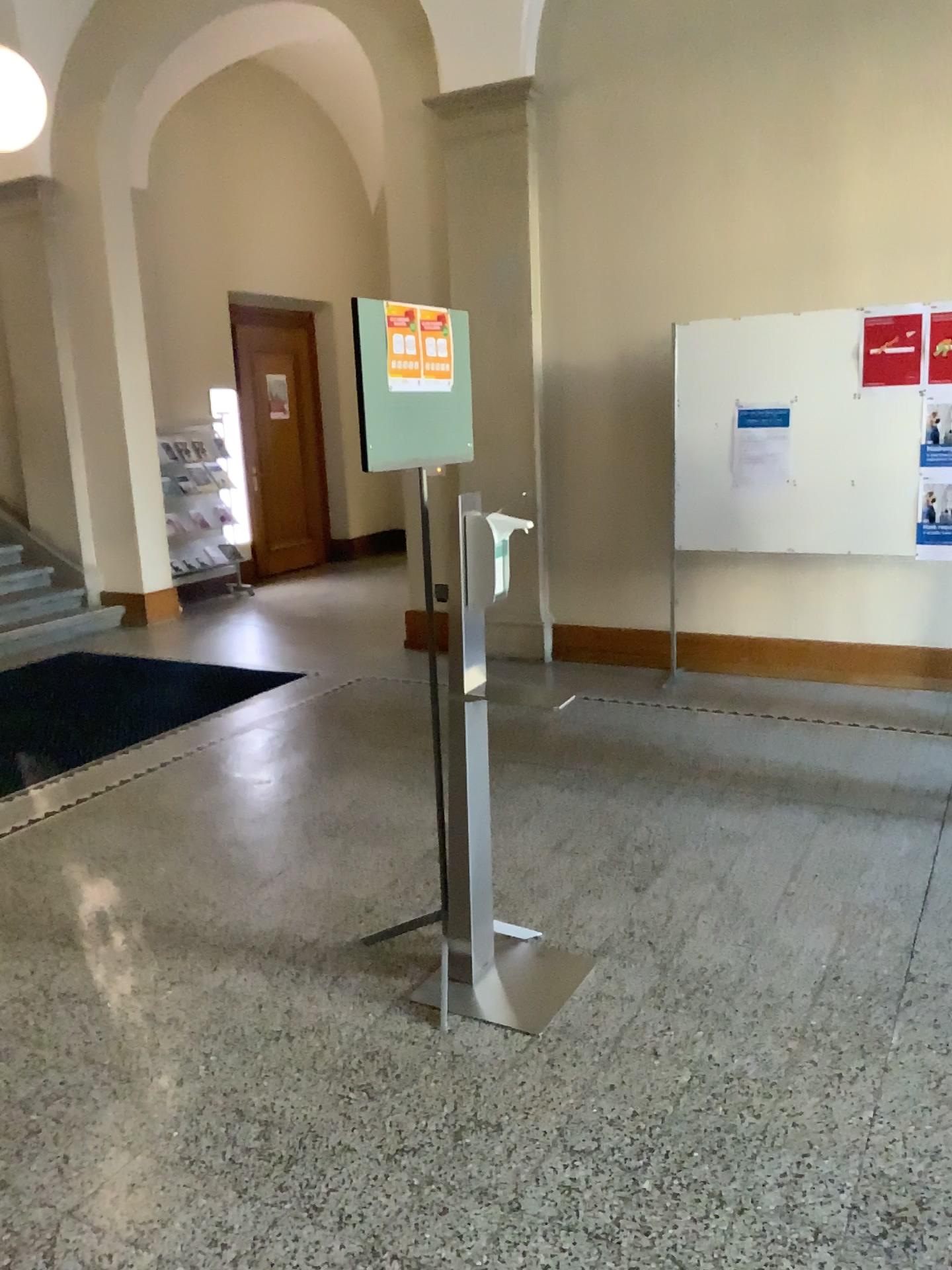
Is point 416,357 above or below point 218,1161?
above
